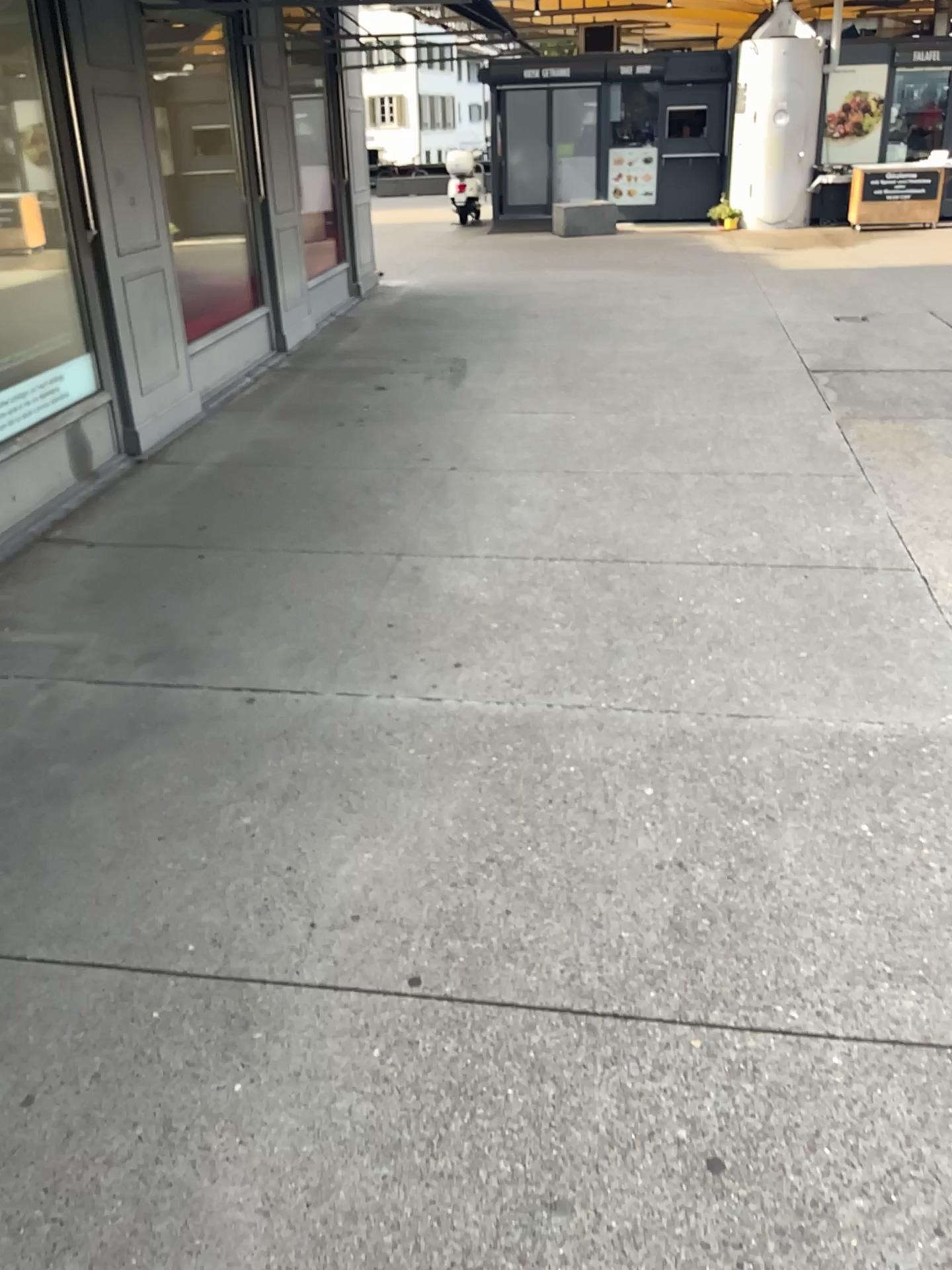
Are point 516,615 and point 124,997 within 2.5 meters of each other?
yes
